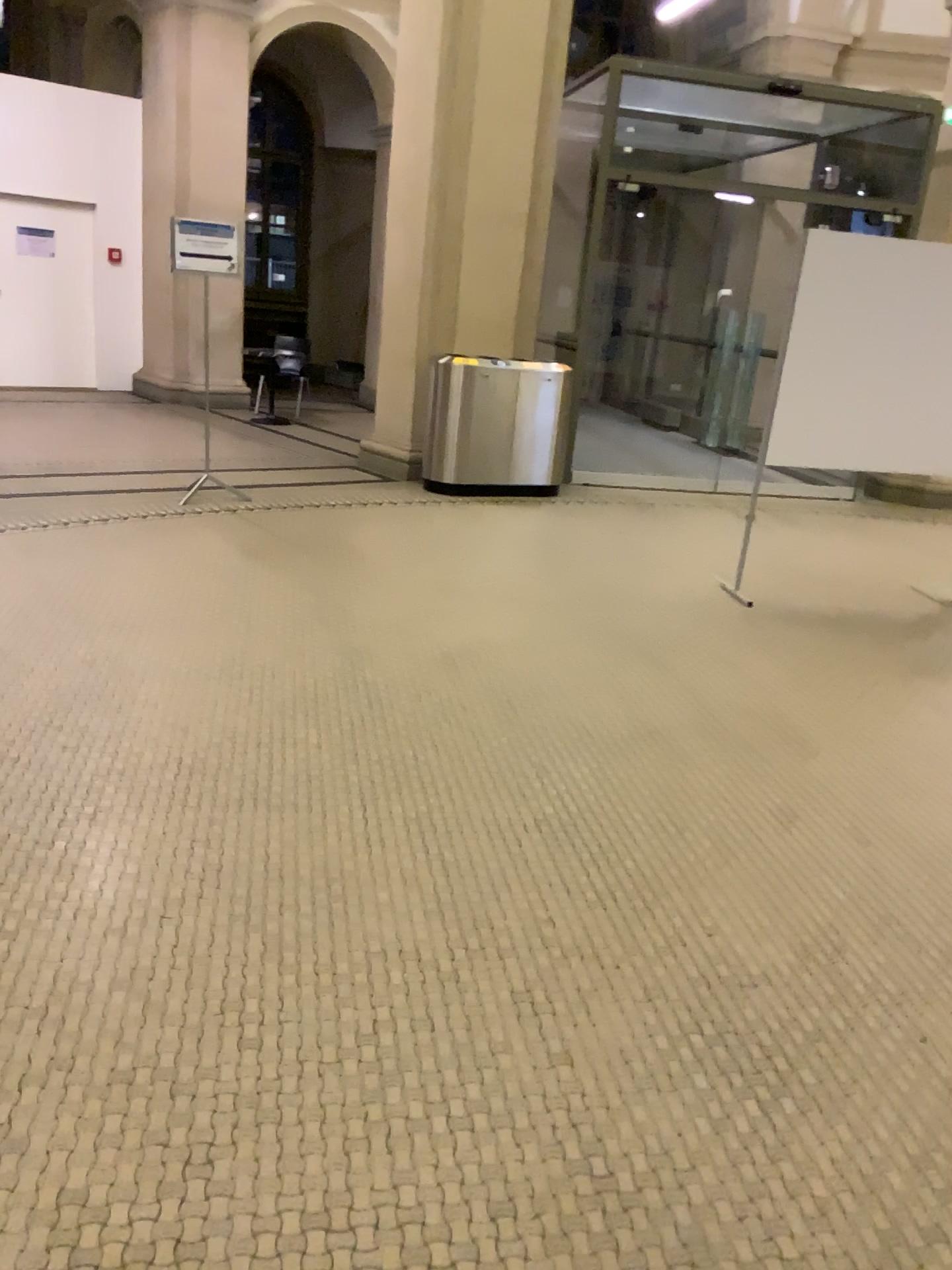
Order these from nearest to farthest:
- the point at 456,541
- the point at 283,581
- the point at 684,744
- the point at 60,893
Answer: the point at 60,893, the point at 684,744, the point at 283,581, the point at 456,541
